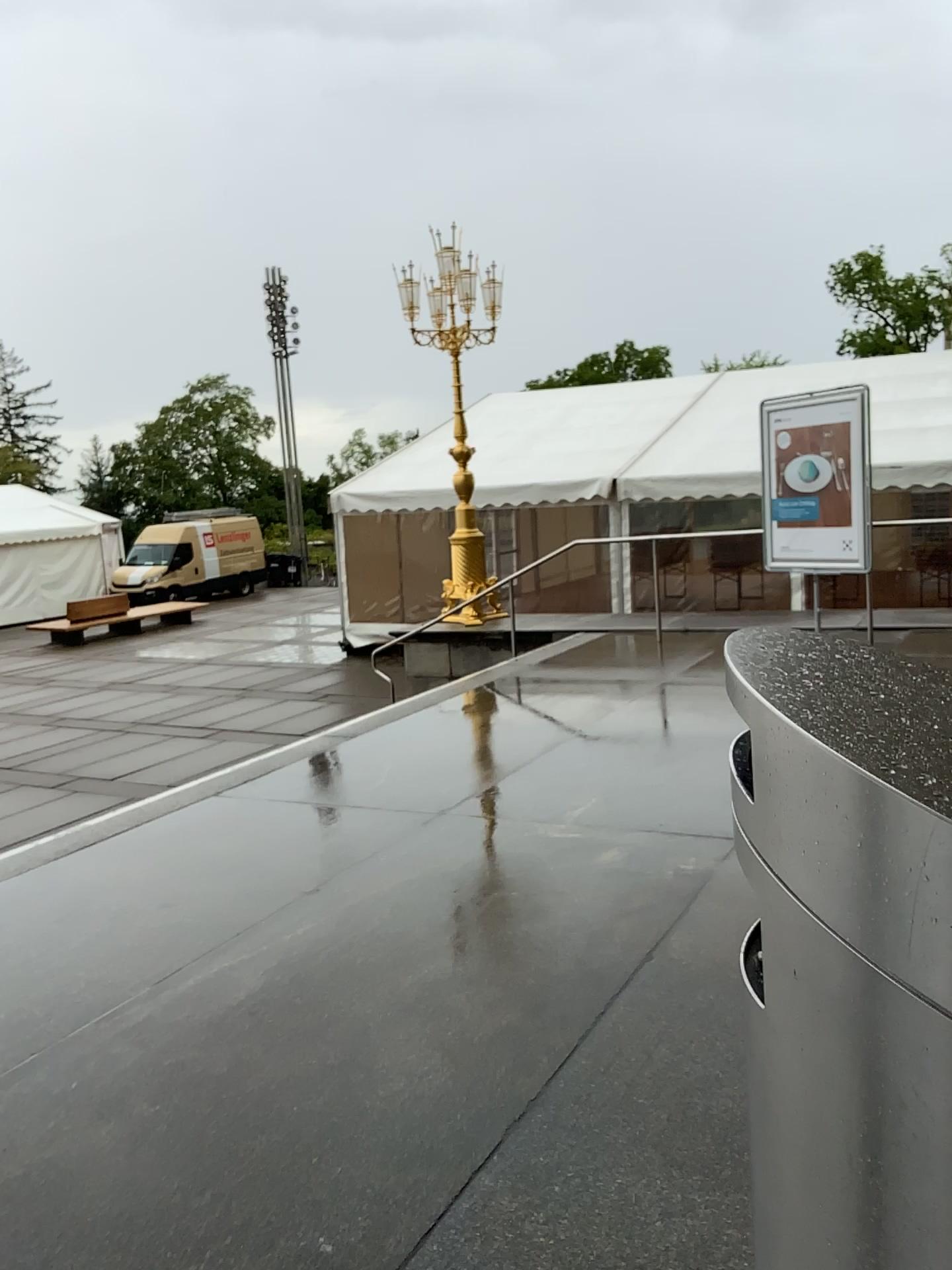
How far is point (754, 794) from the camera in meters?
0.9

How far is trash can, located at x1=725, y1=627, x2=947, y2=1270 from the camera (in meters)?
0.75

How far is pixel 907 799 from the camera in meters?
0.7 m
